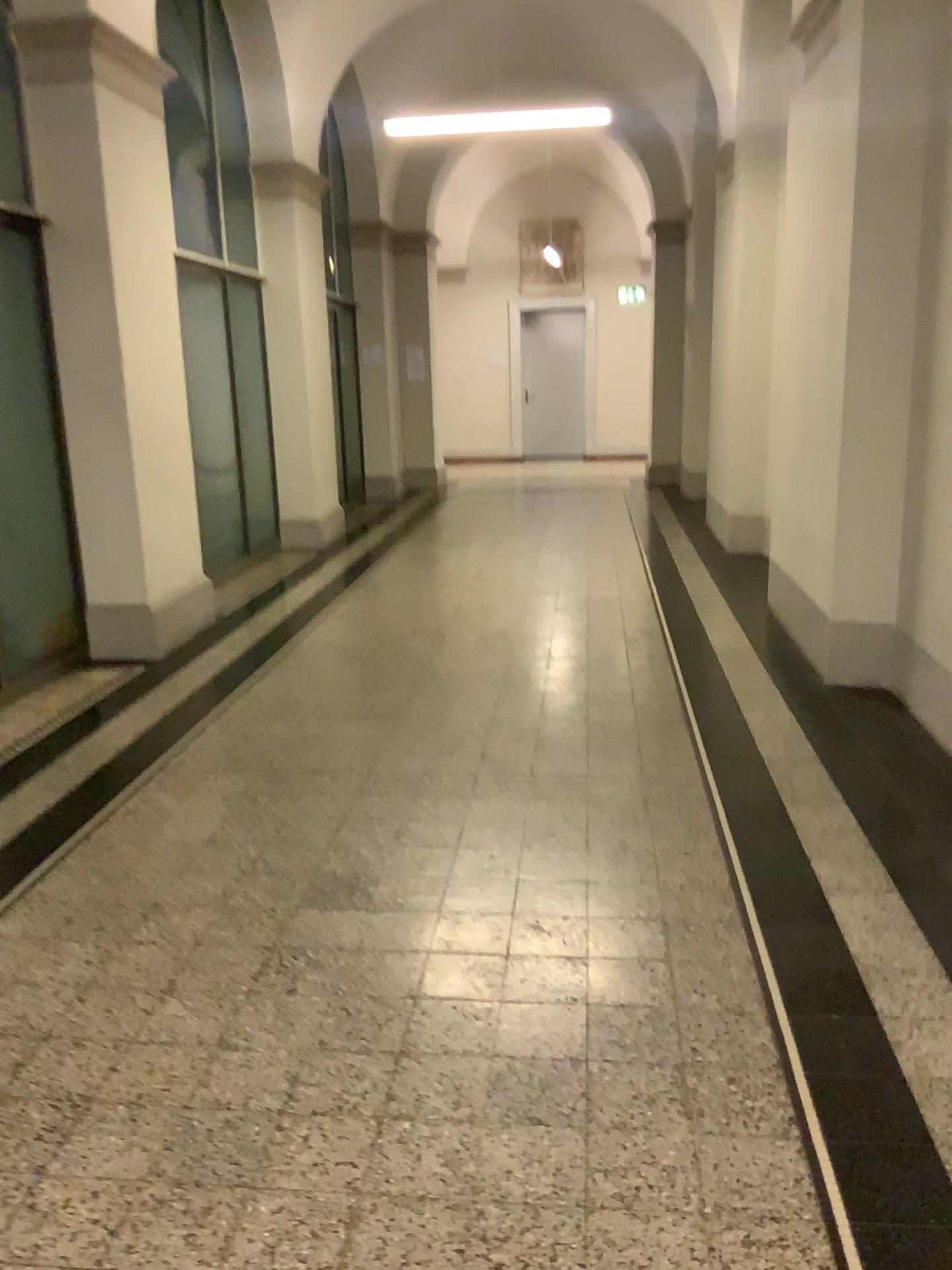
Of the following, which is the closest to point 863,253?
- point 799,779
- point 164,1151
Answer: → point 799,779
